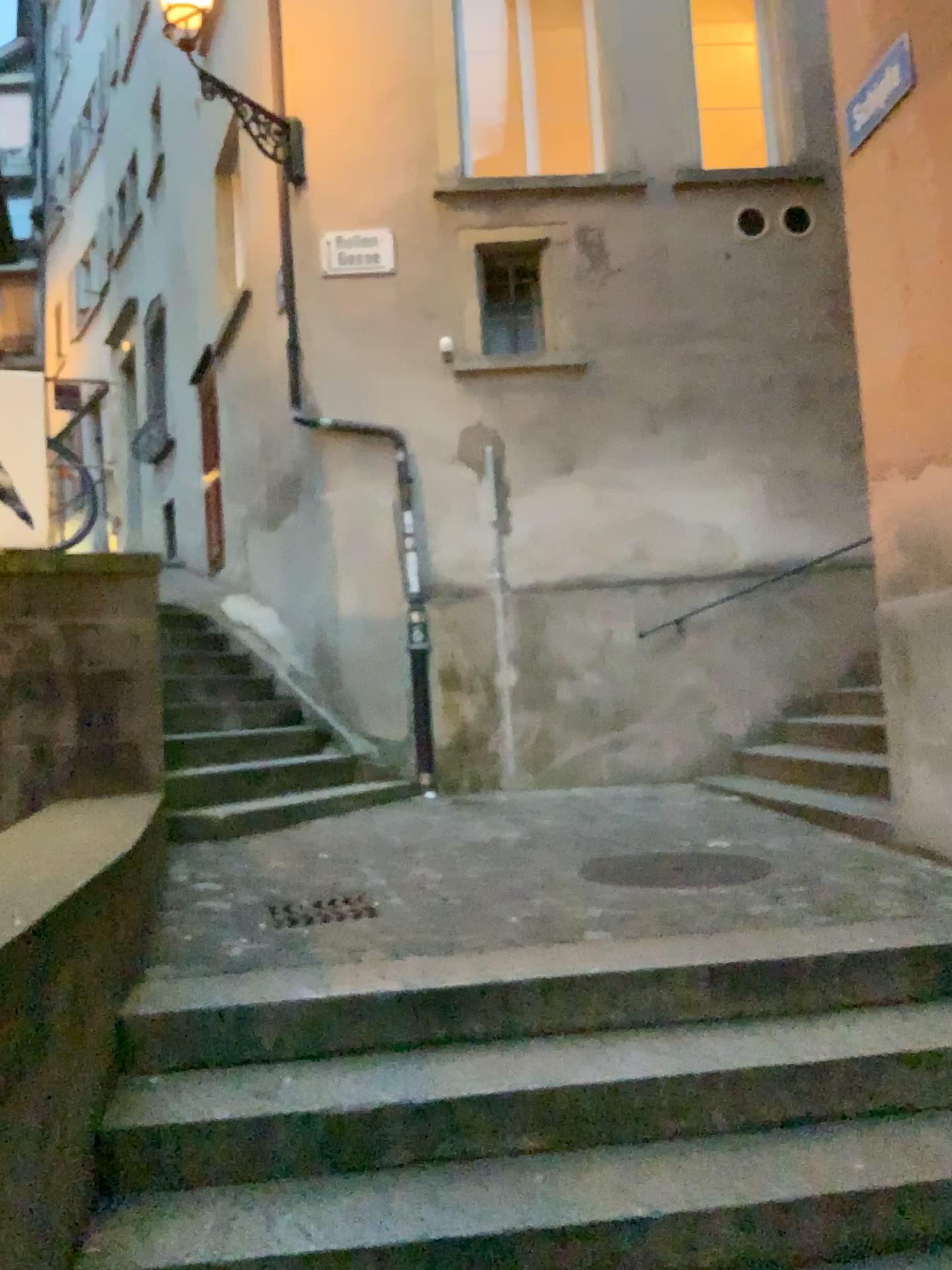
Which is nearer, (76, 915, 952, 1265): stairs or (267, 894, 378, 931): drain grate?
(76, 915, 952, 1265): stairs

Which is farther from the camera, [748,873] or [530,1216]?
[748,873]

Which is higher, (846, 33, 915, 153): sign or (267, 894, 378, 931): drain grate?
(846, 33, 915, 153): sign

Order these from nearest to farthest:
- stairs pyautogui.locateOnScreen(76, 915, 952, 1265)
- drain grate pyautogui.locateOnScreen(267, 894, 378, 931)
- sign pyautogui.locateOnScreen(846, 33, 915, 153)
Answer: stairs pyautogui.locateOnScreen(76, 915, 952, 1265) < drain grate pyautogui.locateOnScreen(267, 894, 378, 931) < sign pyautogui.locateOnScreen(846, 33, 915, 153)

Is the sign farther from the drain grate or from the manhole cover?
the drain grate

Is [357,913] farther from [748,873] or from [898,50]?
[898,50]

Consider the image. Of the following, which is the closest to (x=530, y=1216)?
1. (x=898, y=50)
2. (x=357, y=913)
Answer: (x=357, y=913)

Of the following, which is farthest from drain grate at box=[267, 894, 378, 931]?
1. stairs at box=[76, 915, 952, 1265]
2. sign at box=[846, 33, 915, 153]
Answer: sign at box=[846, 33, 915, 153]

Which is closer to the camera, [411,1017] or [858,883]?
[411,1017]
